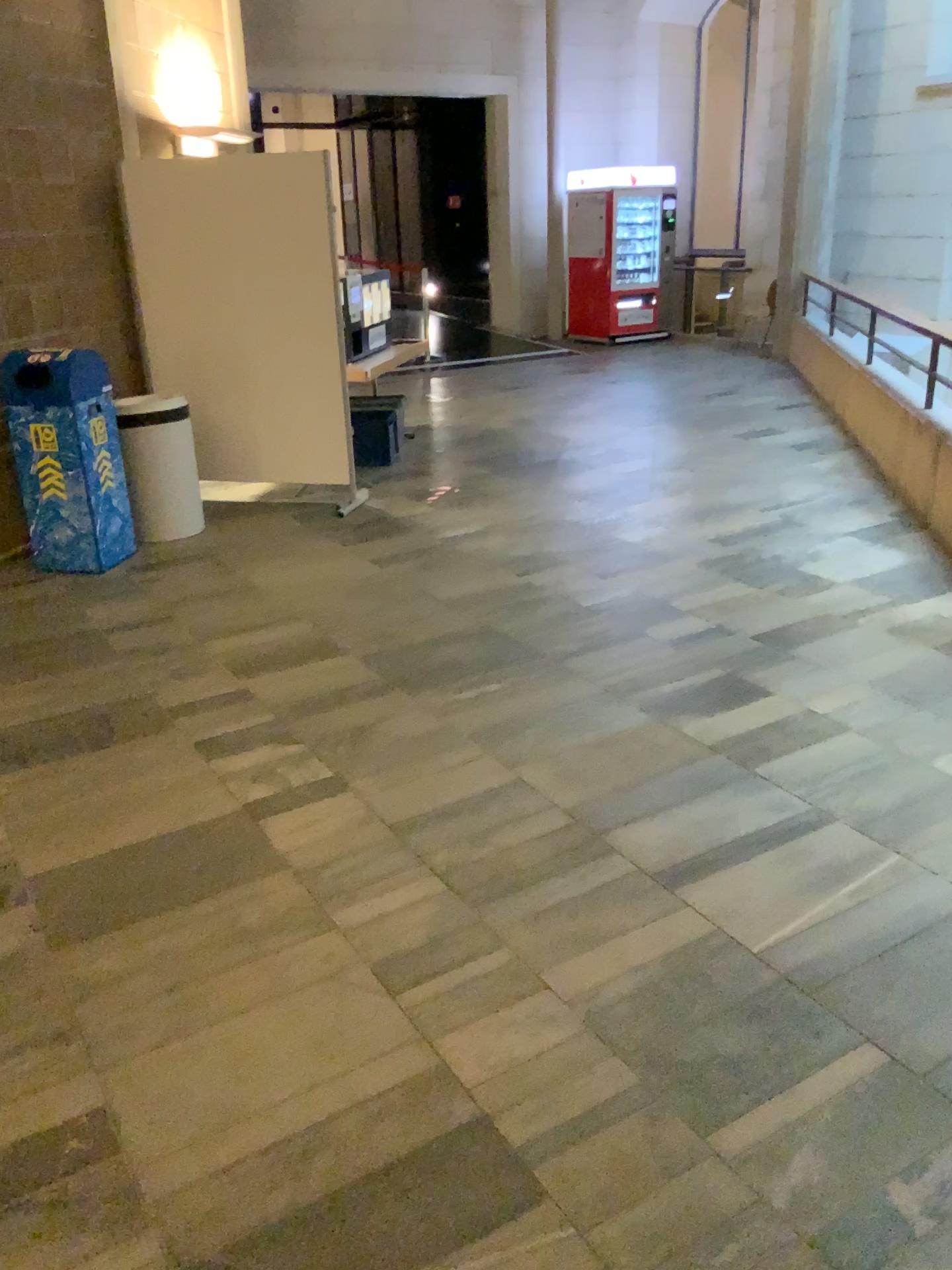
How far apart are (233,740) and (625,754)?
1.3m
